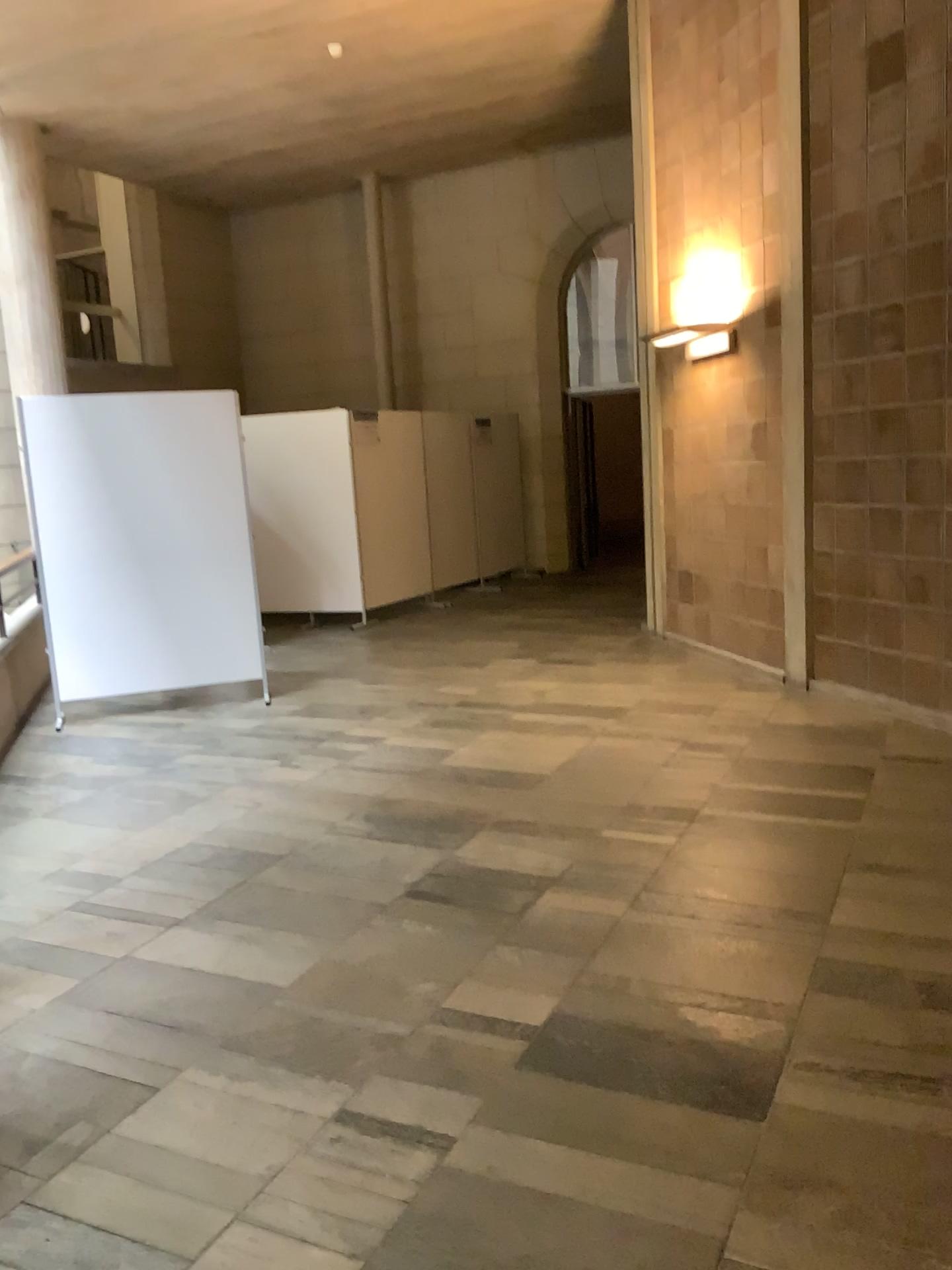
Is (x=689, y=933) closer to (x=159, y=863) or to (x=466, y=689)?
(x=159, y=863)
